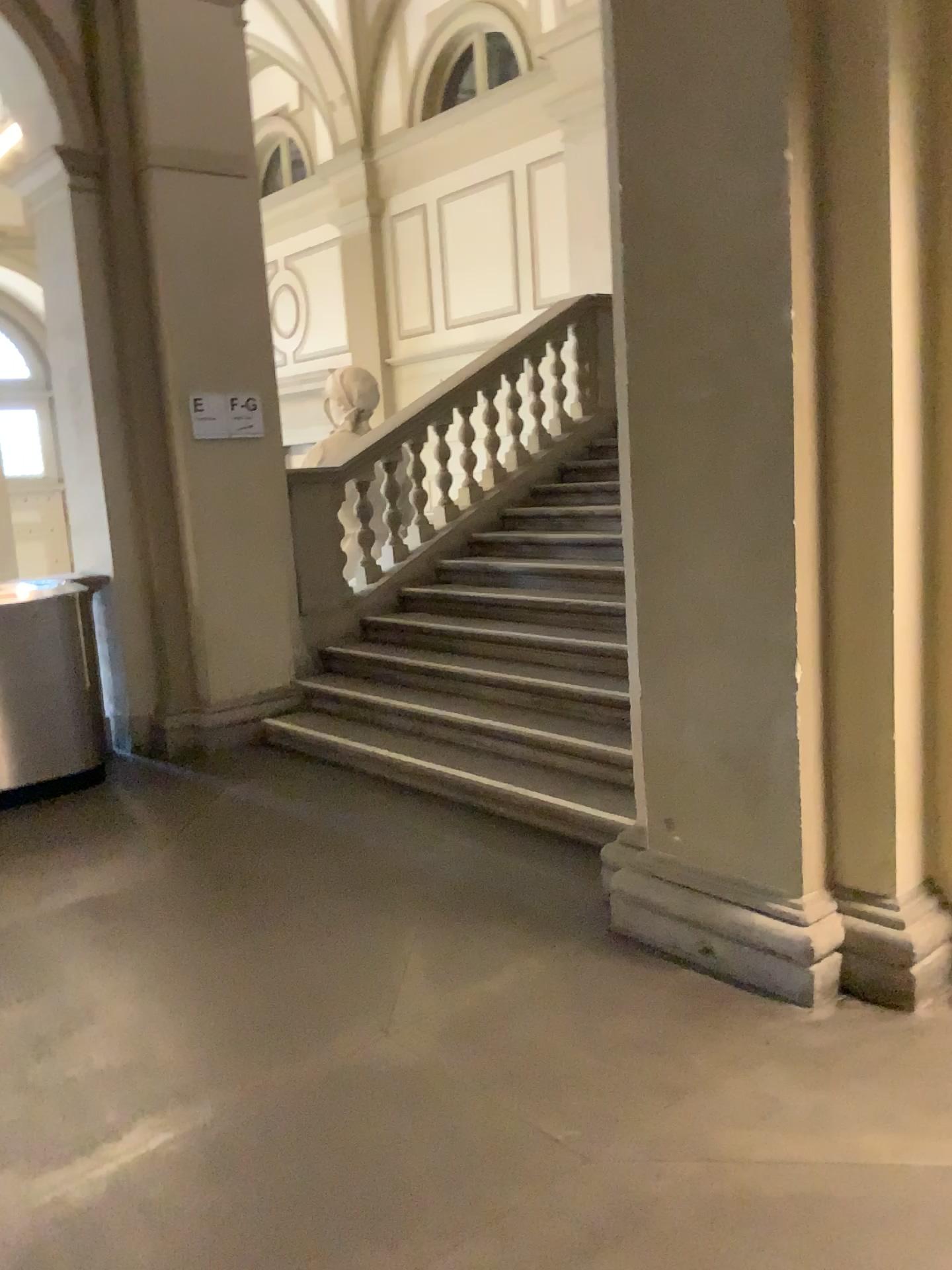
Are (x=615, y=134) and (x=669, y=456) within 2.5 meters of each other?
yes
